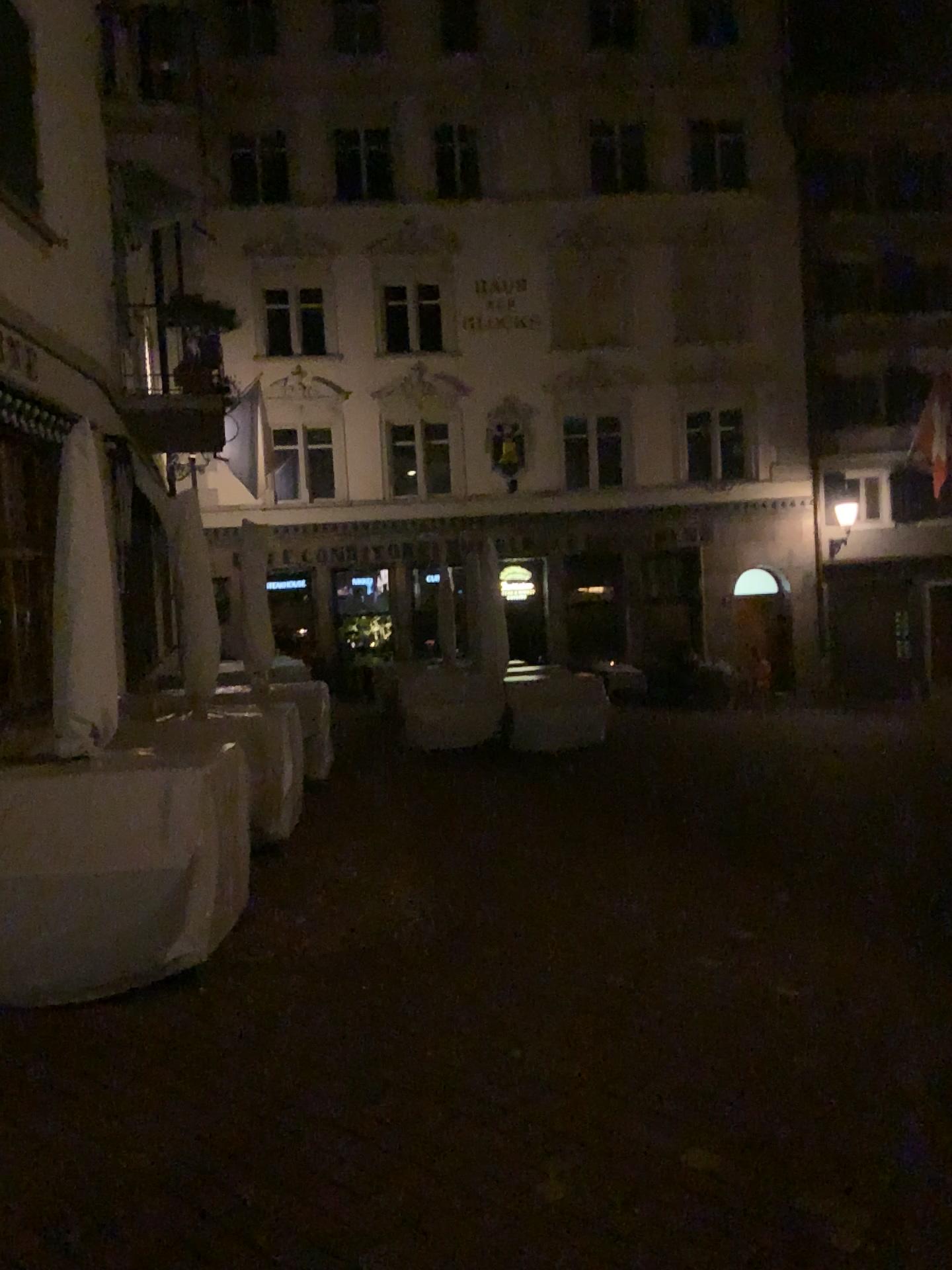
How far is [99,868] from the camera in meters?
4.1

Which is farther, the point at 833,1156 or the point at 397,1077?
the point at 397,1077

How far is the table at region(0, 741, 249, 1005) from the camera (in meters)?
4.09
